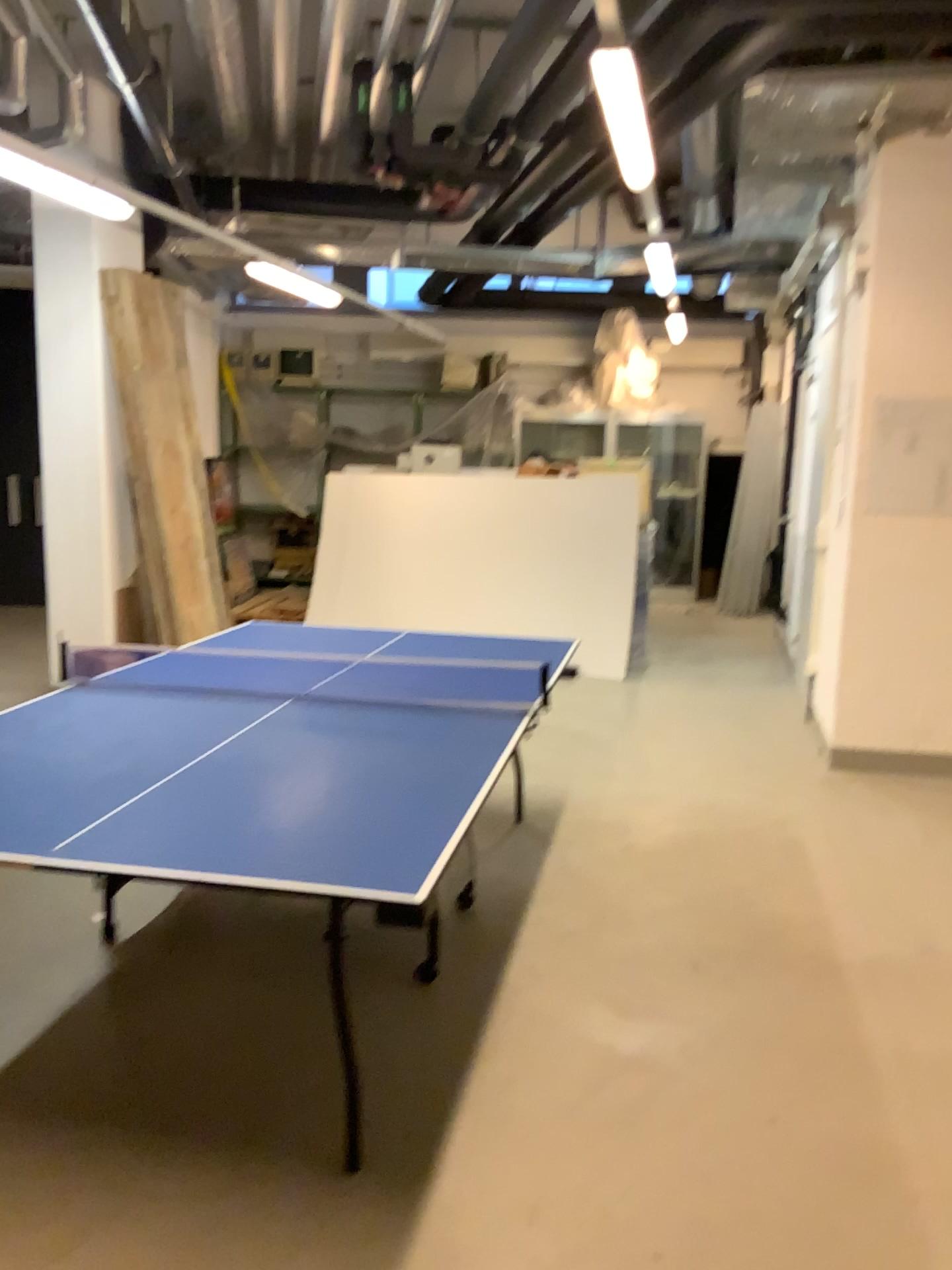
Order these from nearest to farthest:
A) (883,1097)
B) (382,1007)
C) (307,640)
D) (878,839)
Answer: (883,1097)
(382,1007)
(307,640)
(878,839)
